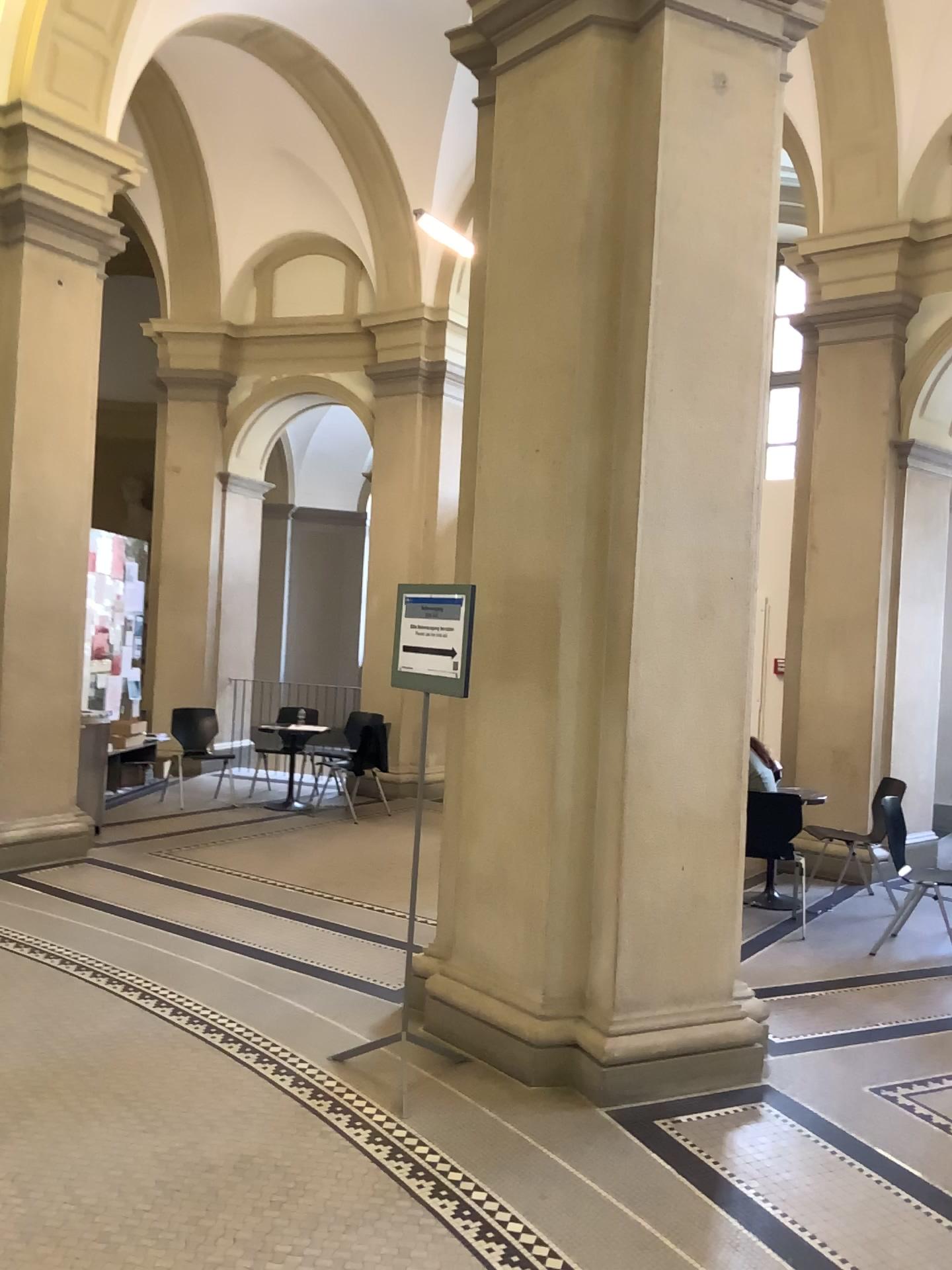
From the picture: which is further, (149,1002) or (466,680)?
(149,1002)

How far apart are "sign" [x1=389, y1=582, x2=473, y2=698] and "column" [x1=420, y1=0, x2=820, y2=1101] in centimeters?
30cm

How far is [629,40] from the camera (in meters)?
3.85

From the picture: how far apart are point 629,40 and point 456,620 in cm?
221

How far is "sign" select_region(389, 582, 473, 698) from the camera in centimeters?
387cm

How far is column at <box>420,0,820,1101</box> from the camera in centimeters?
385cm

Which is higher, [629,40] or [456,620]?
[629,40]
